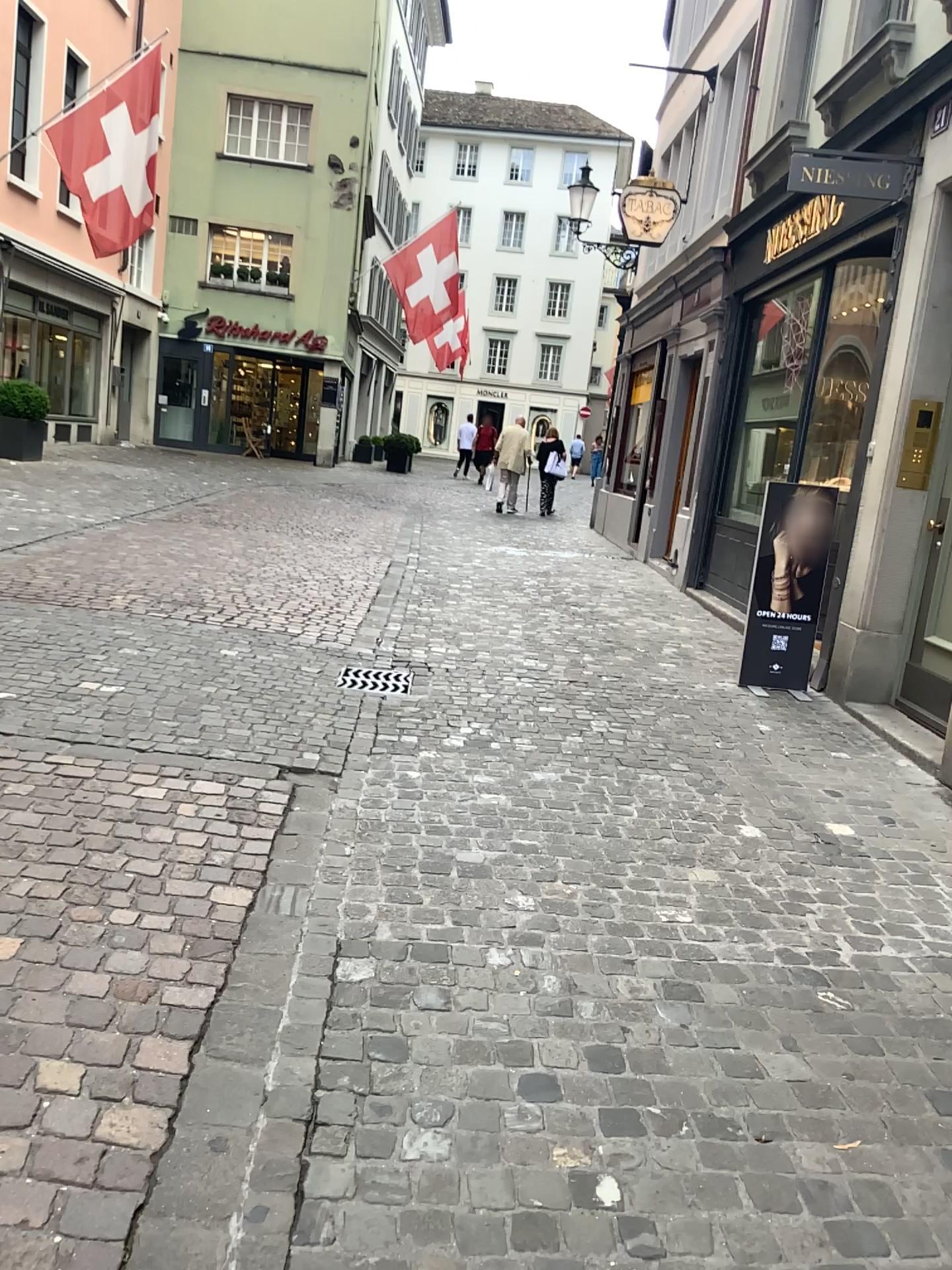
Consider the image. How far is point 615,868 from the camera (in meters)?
3.41
